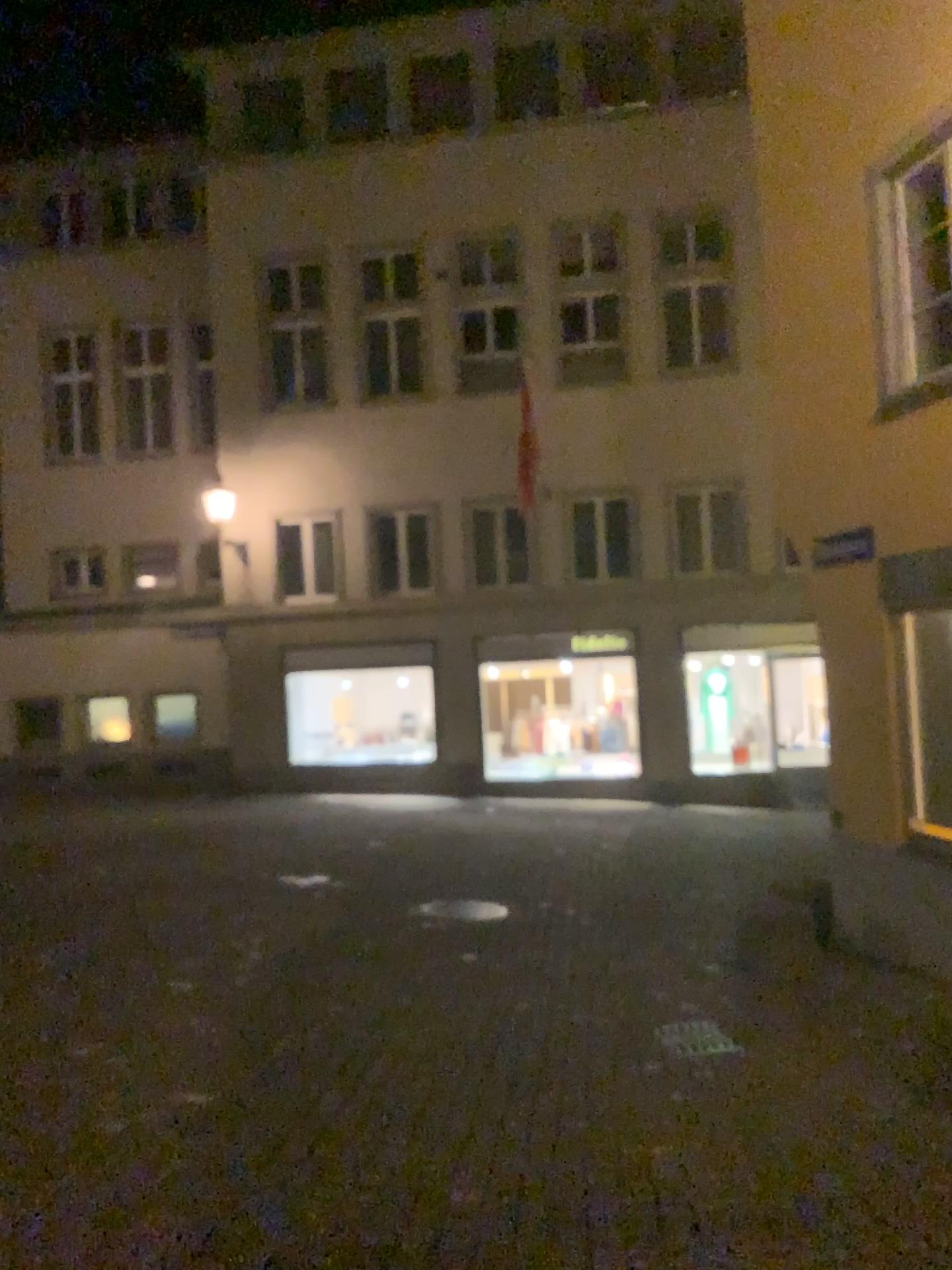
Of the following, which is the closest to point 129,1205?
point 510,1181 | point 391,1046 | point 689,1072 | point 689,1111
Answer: point 510,1181
